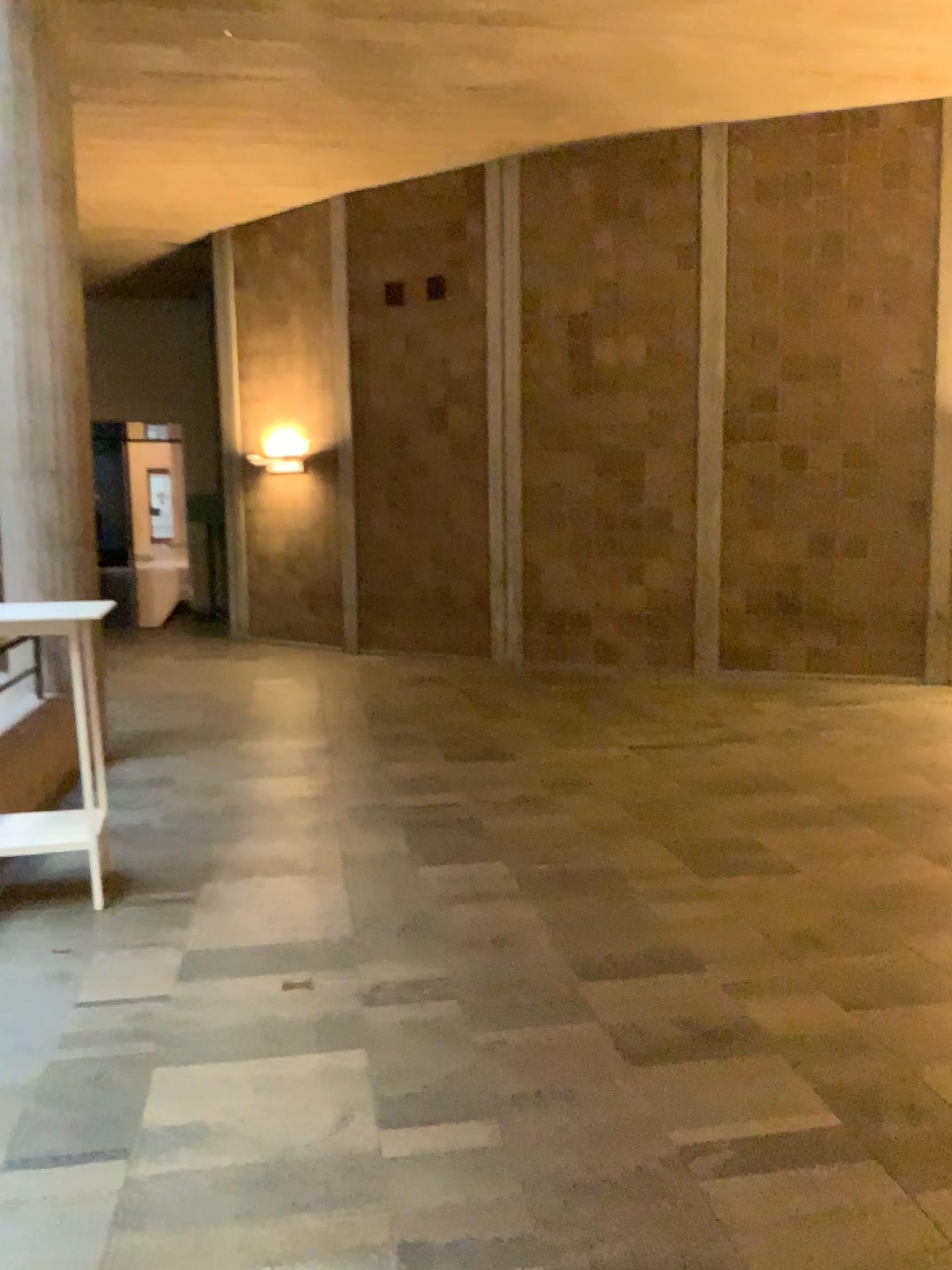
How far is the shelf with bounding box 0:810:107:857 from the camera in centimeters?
420cm

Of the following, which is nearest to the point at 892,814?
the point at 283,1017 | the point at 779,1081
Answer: the point at 779,1081

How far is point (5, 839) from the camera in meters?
4.2 m
